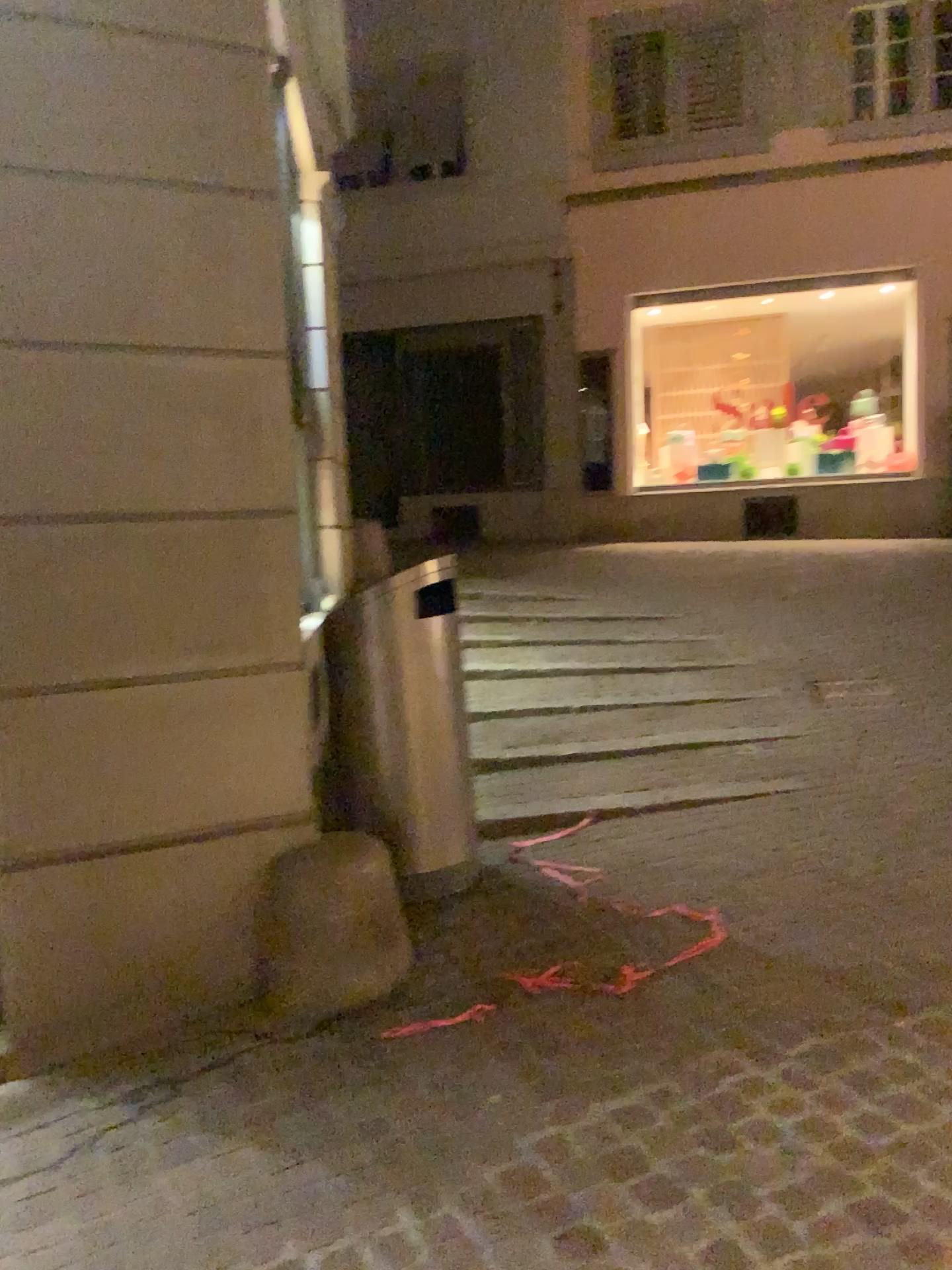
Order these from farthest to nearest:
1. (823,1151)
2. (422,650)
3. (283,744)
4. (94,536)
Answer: (422,650), (283,744), (94,536), (823,1151)

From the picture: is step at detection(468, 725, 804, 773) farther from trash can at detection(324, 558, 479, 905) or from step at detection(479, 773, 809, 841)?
trash can at detection(324, 558, 479, 905)

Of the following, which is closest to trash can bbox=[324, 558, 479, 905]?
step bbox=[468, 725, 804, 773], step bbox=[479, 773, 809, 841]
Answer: step bbox=[479, 773, 809, 841]

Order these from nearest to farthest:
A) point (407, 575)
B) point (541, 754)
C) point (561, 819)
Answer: point (407, 575), point (561, 819), point (541, 754)

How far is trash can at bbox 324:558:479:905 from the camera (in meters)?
3.56

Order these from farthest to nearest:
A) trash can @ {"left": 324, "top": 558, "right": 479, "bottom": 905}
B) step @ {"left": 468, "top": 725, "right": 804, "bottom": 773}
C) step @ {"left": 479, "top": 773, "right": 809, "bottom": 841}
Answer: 1. step @ {"left": 468, "top": 725, "right": 804, "bottom": 773}
2. step @ {"left": 479, "top": 773, "right": 809, "bottom": 841}
3. trash can @ {"left": 324, "top": 558, "right": 479, "bottom": 905}

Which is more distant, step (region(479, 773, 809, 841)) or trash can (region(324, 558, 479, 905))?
step (region(479, 773, 809, 841))

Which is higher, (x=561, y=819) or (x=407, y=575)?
(x=407, y=575)

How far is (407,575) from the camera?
3.56m
